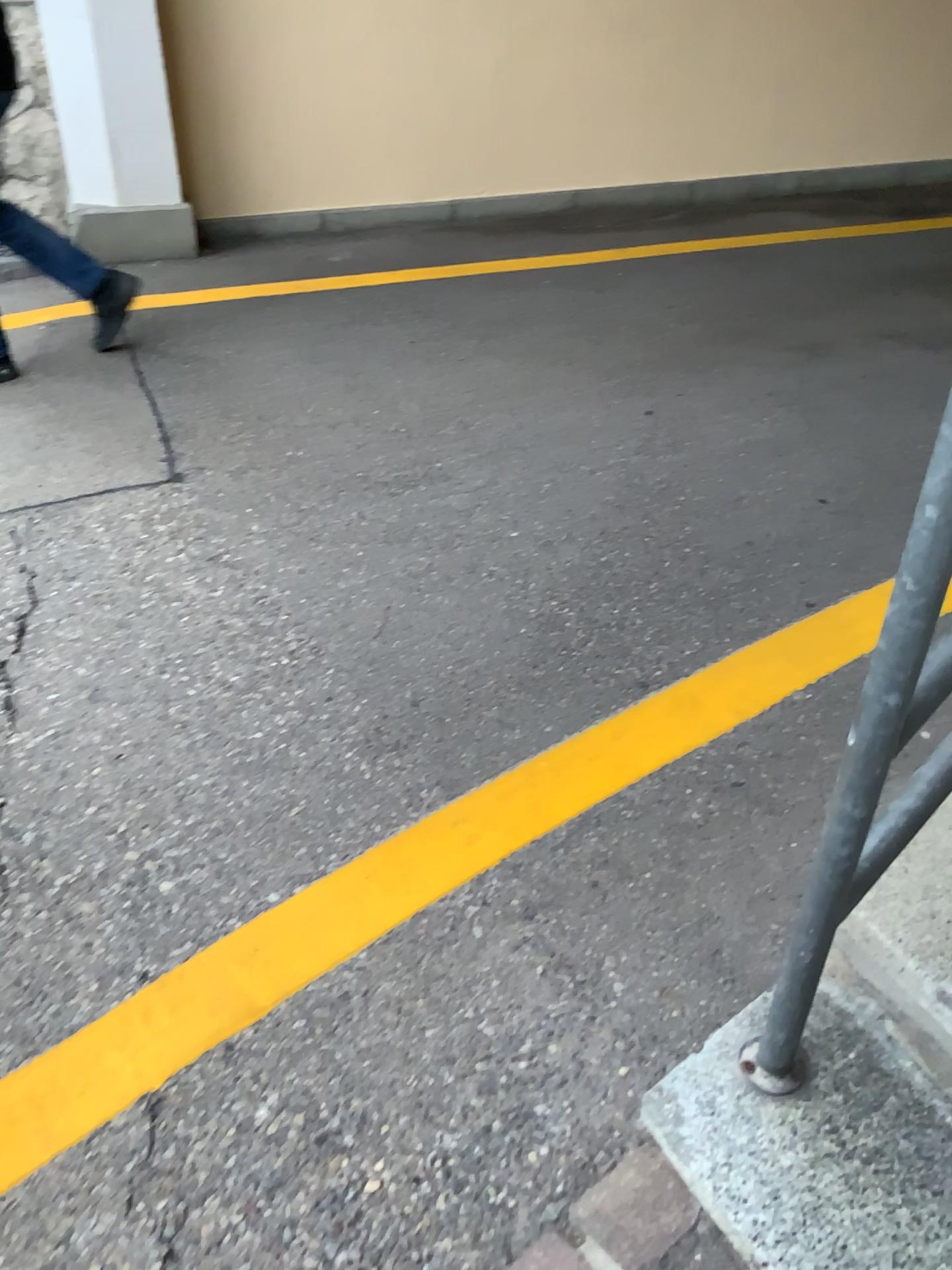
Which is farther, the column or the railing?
the column

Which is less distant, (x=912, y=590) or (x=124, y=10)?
(x=912, y=590)

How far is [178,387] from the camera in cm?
338
